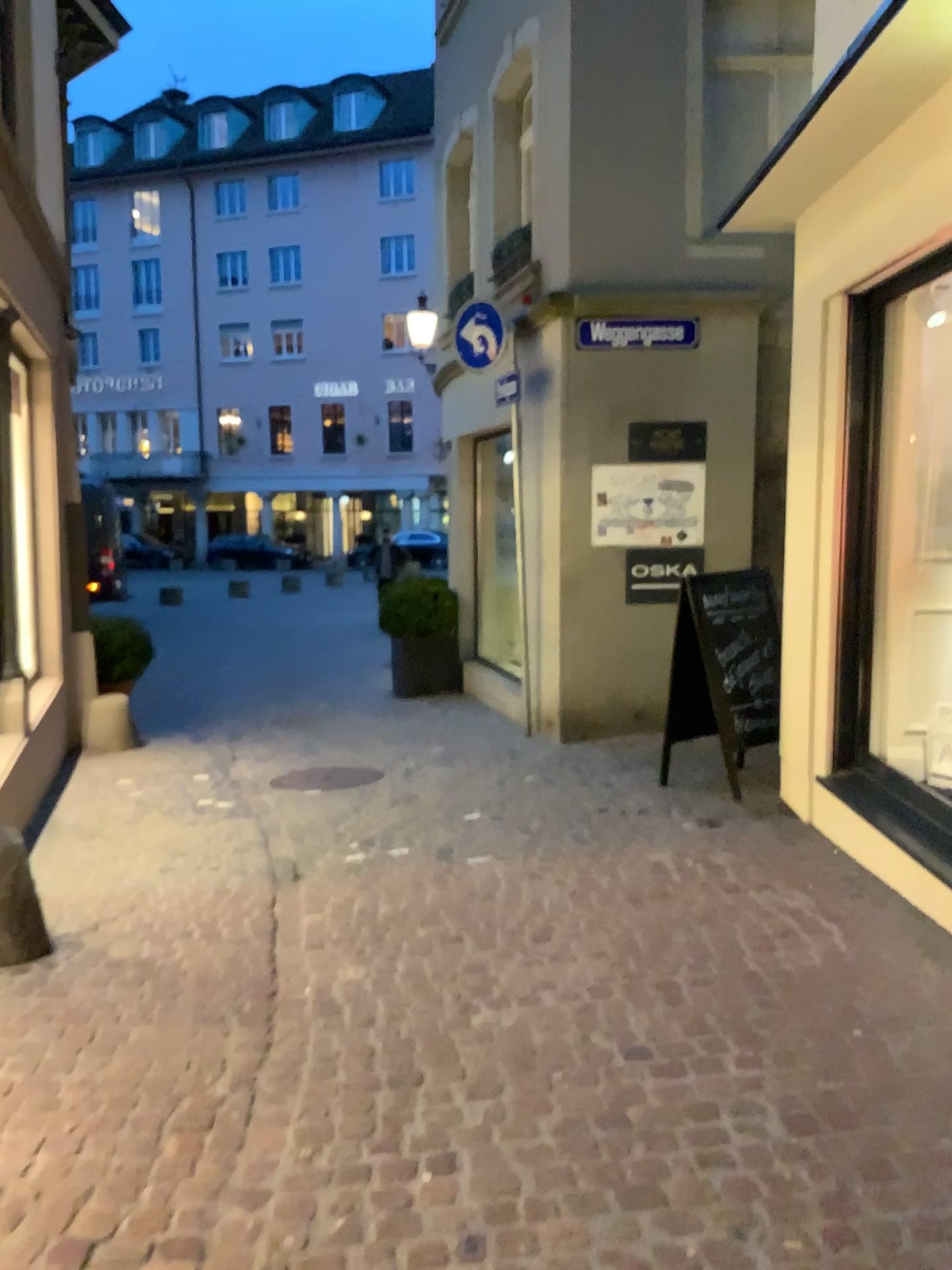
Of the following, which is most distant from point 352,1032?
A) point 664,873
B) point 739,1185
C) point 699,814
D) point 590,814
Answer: point 699,814
